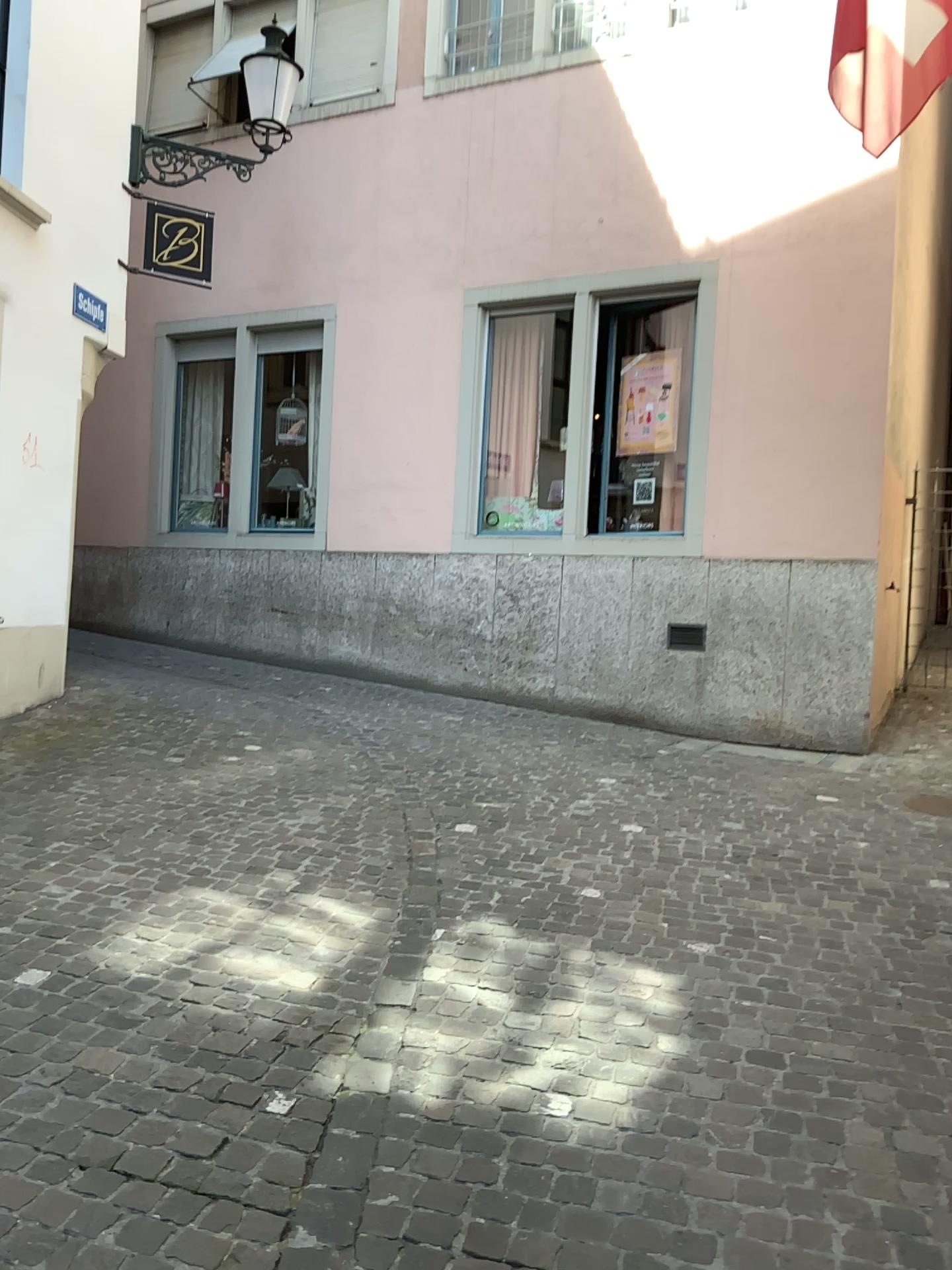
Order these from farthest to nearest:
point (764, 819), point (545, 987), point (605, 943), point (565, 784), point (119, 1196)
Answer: point (565, 784), point (764, 819), point (605, 943), point (545, 987), point (119, 1196)
